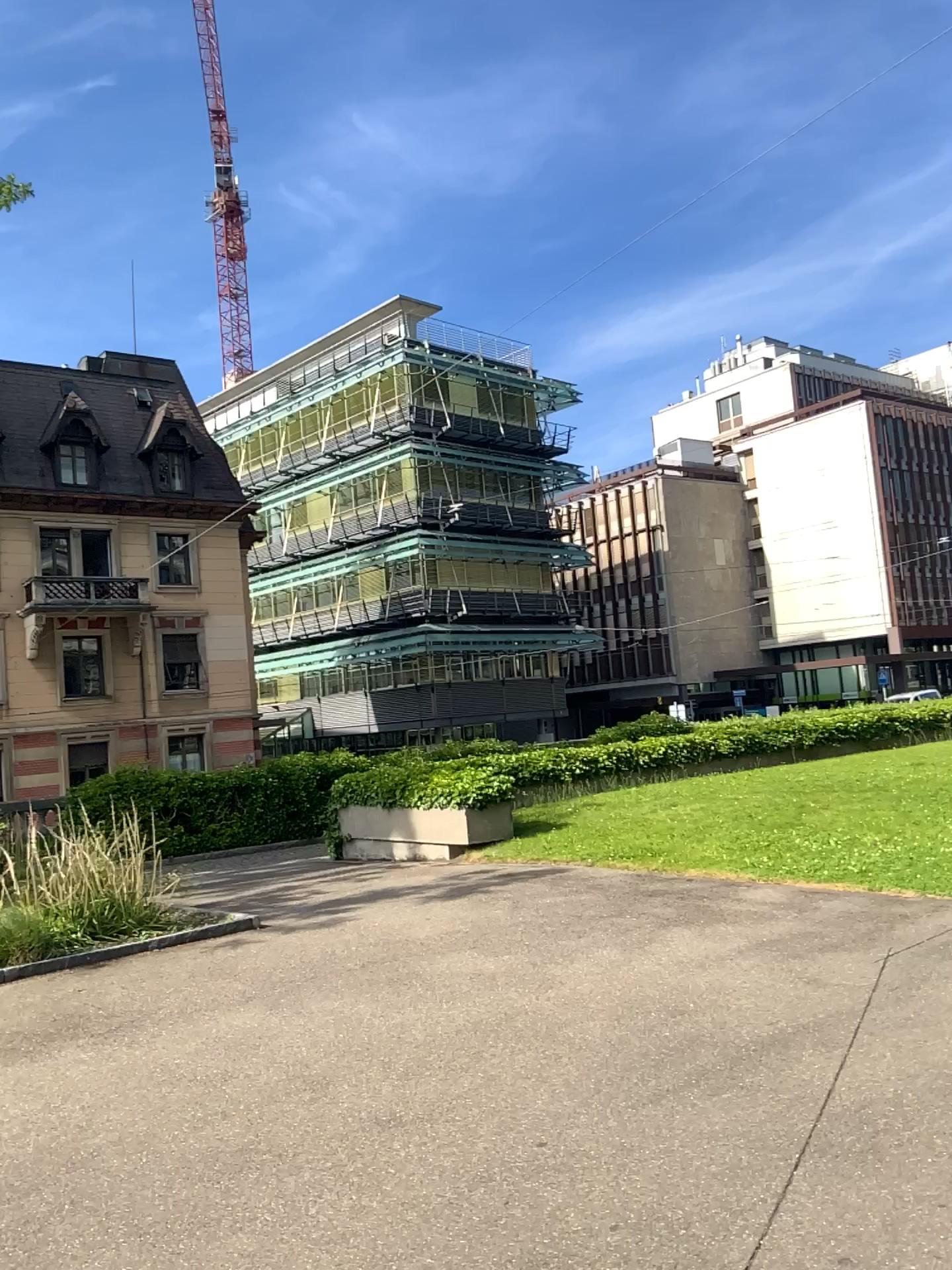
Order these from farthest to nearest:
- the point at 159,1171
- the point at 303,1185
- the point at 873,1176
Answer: the point at 159,1171
the point at 303,1185
the point at 873,1176
